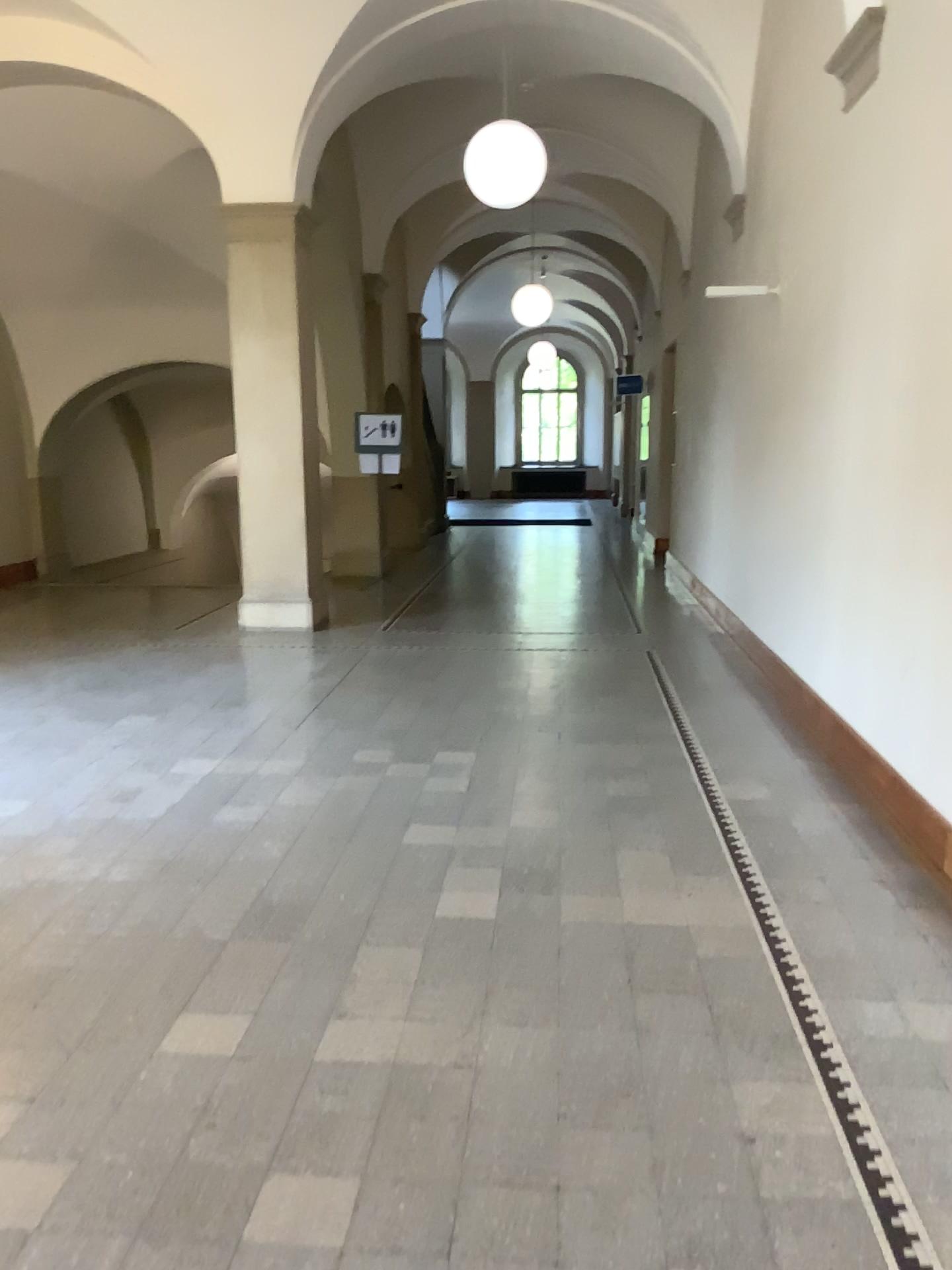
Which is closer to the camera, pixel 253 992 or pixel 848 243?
pixel 253 992
